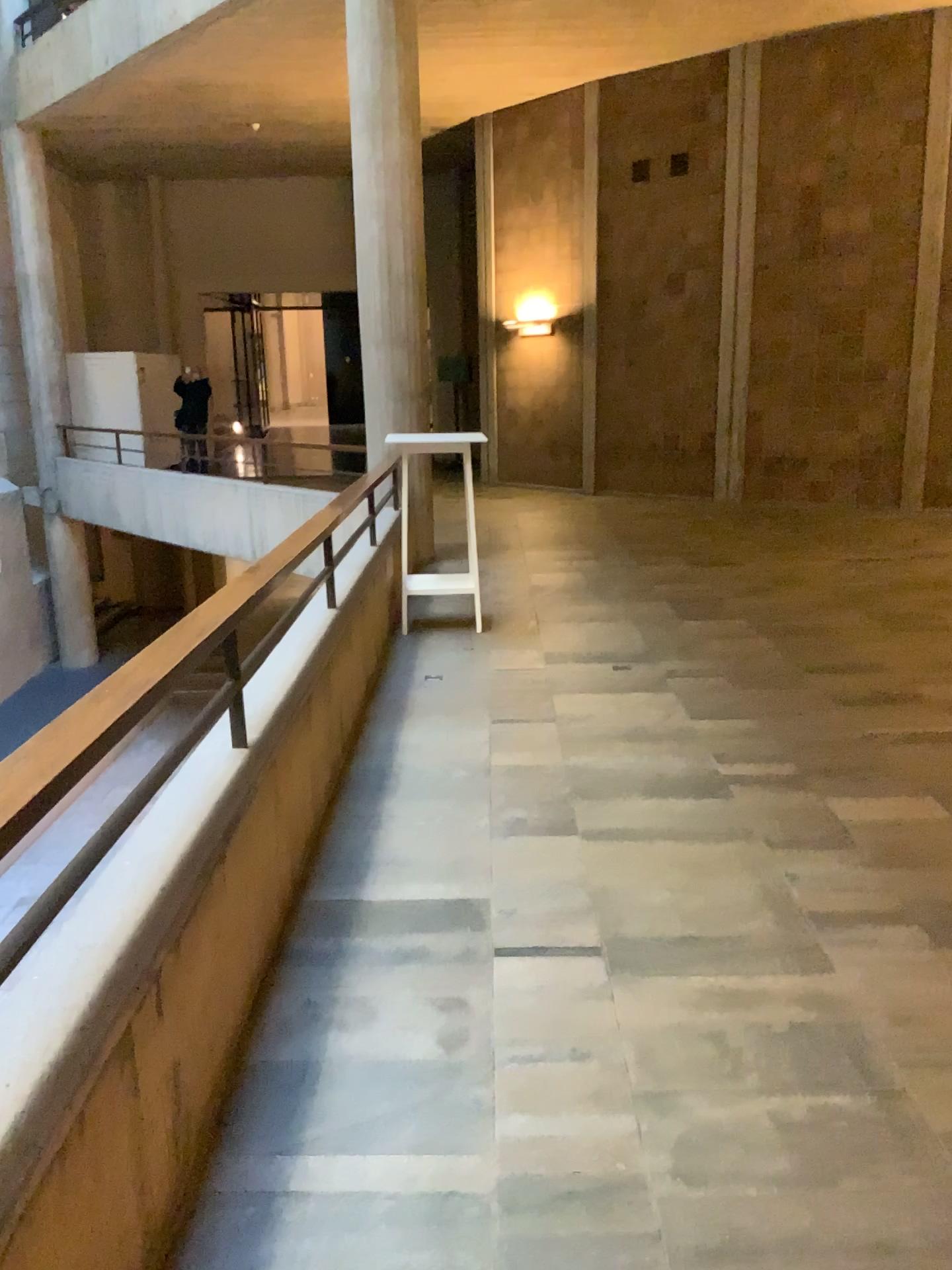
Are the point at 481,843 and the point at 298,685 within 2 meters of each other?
yes
